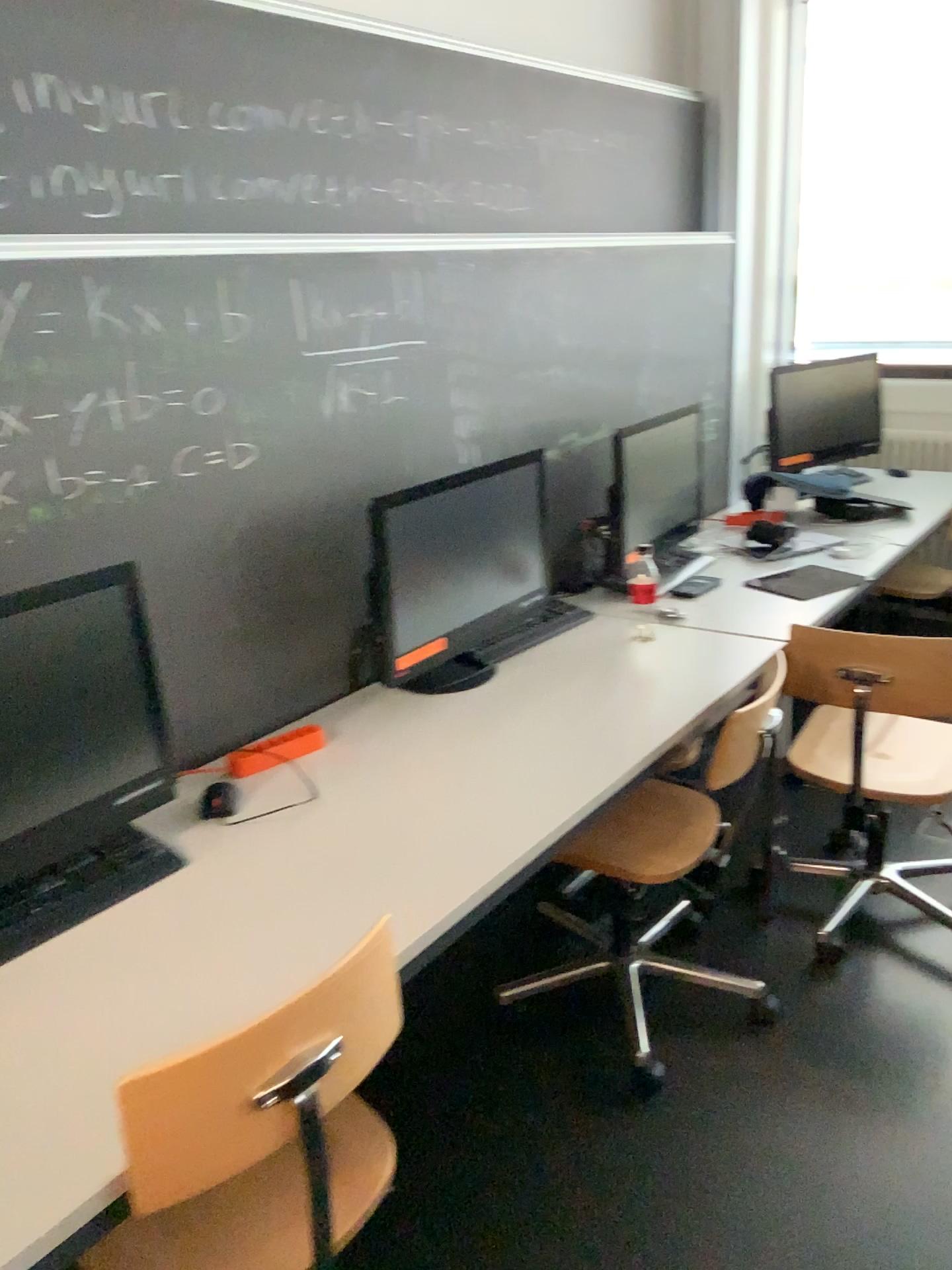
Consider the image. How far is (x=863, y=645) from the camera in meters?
2.4 m

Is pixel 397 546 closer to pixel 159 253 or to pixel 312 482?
pixel 312 482

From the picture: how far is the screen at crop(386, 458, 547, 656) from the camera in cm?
211

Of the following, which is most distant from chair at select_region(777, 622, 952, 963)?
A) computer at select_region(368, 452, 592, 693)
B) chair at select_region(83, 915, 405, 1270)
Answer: chair at select_region(83, 915, 405, 1270)

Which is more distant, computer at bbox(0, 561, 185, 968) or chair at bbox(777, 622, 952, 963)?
chair at bbox(777, 622, 952, 963)

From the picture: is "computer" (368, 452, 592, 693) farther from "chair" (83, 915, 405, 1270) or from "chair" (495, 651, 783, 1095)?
"chair" (83, 915, 405, 1270)

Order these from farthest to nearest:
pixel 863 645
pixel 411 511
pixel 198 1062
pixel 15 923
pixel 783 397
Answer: pixel 783 397
pixel 863 645
pixel 411 511
pixel 15 923
pixel 198 1062

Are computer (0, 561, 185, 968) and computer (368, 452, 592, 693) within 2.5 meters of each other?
yes

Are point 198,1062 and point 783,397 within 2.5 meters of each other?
no

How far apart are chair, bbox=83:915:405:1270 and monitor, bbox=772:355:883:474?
3.0m
